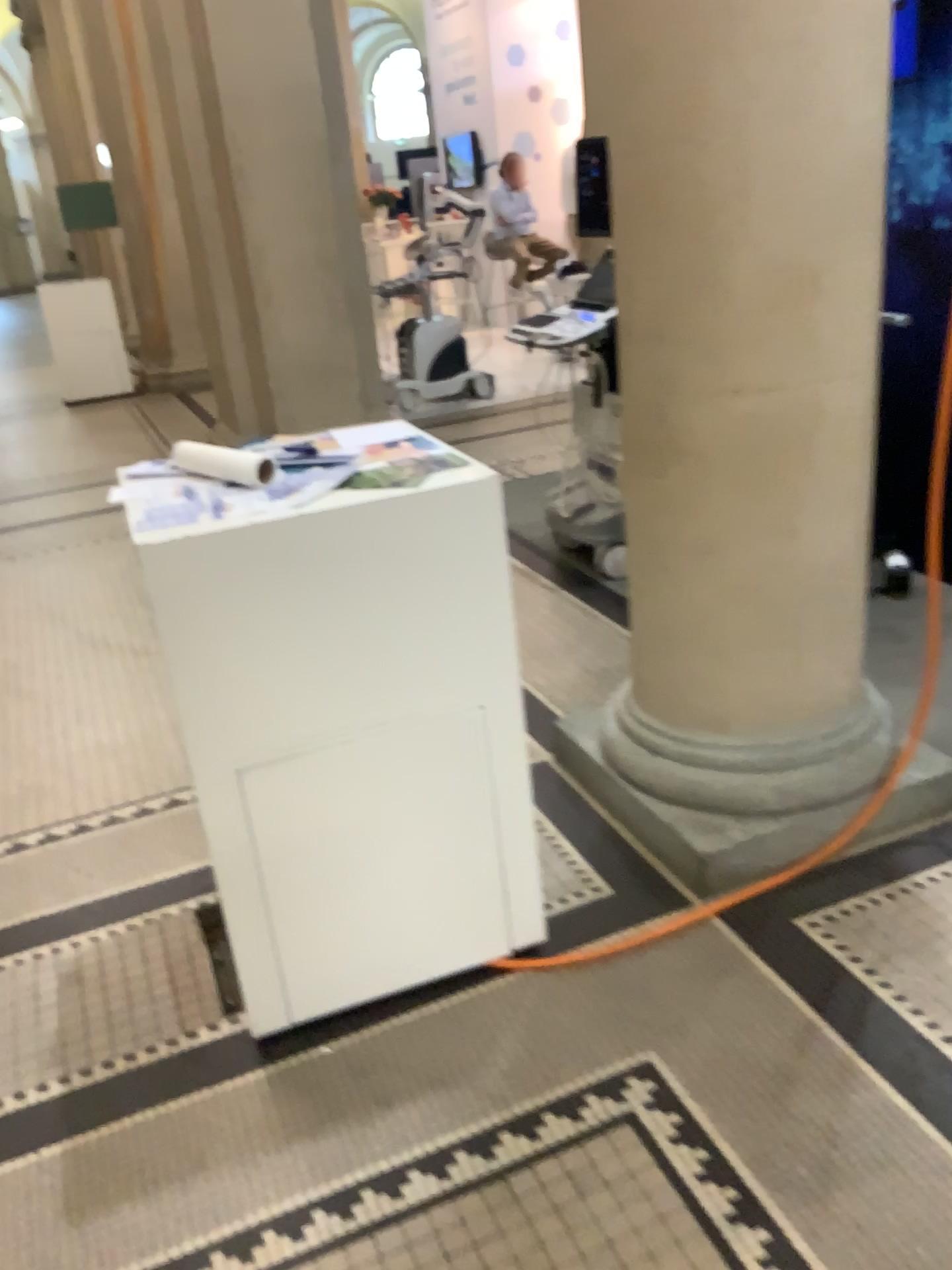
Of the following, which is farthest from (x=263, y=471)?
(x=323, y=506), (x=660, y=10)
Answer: (x=660, y=10)

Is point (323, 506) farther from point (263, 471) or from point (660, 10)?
point (660, 10)

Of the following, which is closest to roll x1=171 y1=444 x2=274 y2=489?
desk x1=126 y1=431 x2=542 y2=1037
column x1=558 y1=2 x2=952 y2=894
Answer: desk x1=126 y1=431 x2=542 y2=1037

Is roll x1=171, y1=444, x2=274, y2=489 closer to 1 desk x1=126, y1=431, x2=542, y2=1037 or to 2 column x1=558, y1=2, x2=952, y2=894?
1 desk x1=126, y1=431, x2=542, y2=1037

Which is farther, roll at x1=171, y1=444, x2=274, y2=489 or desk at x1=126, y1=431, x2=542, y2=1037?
roll at x1=171, y1=444, x2=274, y2=489

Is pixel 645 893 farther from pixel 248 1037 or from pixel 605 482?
pixel 605 482

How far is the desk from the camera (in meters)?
1.72

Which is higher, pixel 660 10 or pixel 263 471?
pixel 660 10
